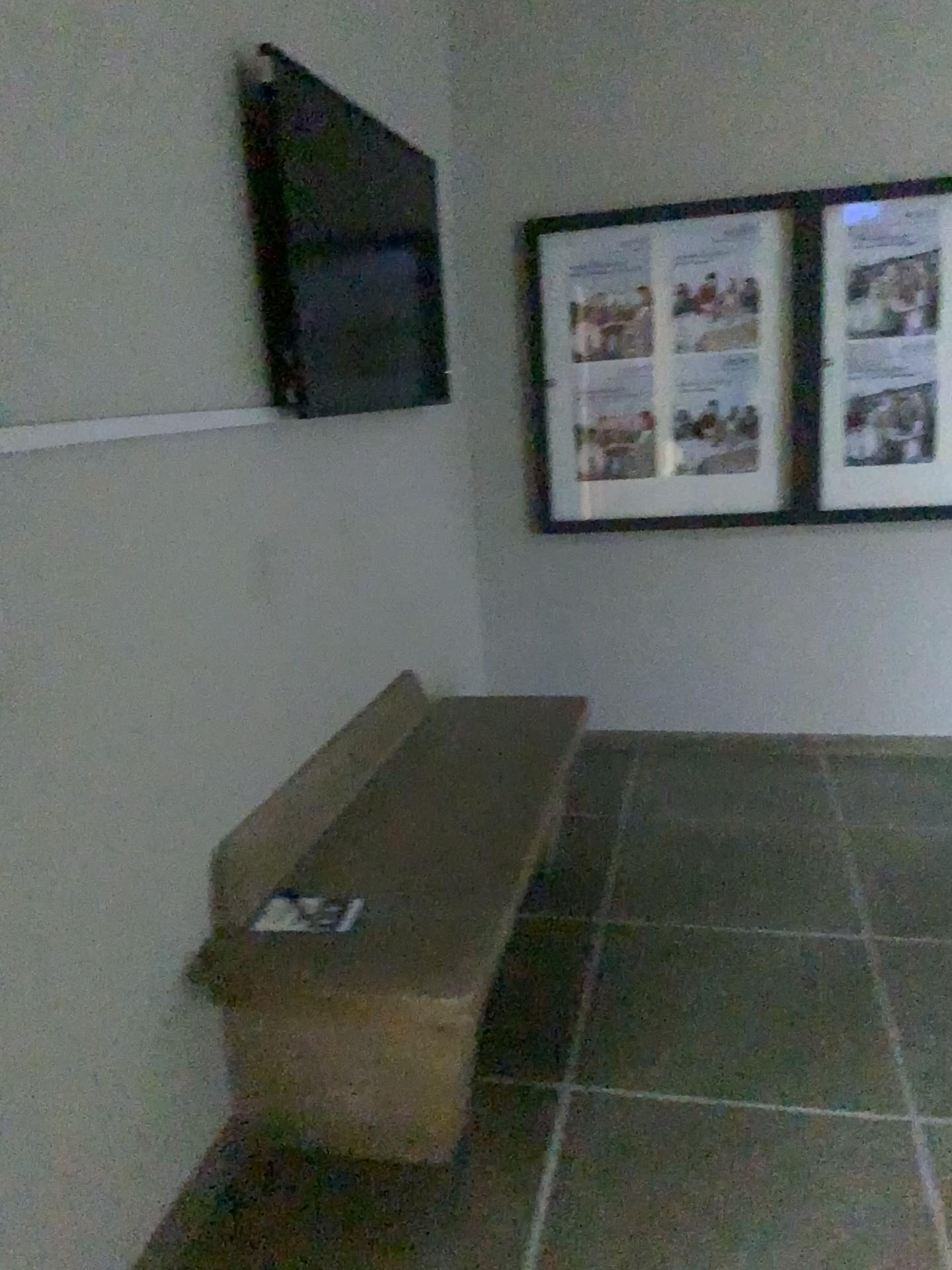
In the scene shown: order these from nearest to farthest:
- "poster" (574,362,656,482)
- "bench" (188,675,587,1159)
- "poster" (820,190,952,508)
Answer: "bench" (188,675,587,1159) → "poster" (820,190,952,508) → "poster" (574,362,656,482)

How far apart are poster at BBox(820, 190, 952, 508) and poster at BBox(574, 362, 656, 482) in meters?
0.6

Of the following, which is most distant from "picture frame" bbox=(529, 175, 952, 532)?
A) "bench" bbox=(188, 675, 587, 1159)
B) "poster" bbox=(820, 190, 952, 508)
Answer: "bench" bbox=(188, 675, 587, 1159)

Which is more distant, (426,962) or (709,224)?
(709,224)

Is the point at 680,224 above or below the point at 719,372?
above

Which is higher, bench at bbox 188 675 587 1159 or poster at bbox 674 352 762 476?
poster at bbox 674 352 762 476

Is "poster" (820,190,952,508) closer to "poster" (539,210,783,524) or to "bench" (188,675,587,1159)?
"poster" (539,210,783,524)

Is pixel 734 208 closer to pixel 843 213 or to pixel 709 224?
pixel 709 224

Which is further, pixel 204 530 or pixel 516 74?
pixel 516 74

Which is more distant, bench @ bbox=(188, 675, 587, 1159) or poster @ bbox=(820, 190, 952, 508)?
poster @ bbox=(820, 190, 952, 508)
